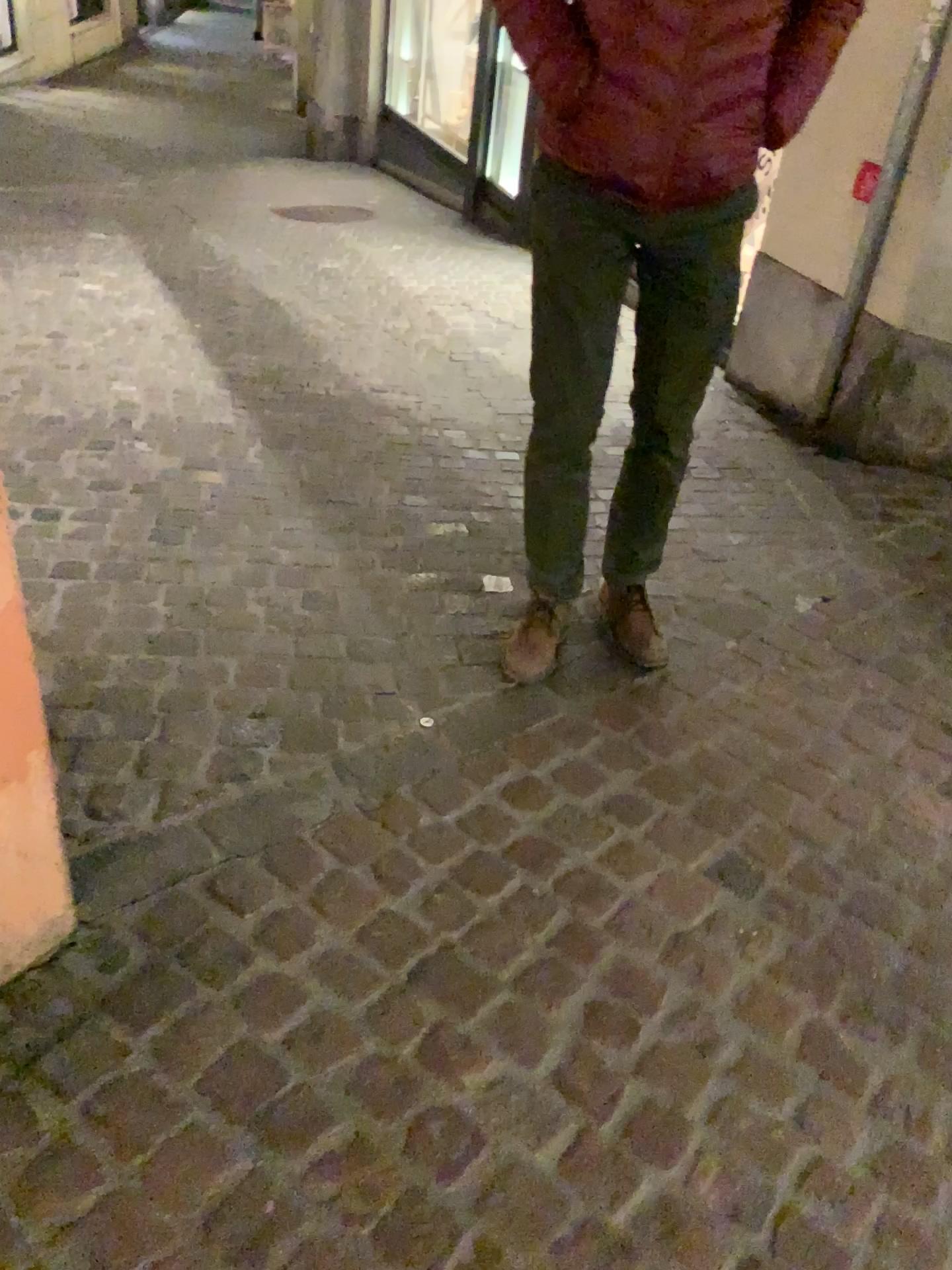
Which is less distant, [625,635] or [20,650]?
[20,650]

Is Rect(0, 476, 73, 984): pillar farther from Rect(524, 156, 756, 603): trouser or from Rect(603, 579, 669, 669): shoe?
Rect(603, 579, 669, 669): shoe

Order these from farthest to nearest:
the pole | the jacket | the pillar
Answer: the pole → the jacket → the pillar

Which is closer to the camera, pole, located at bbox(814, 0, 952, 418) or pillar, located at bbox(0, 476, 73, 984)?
pillar, located at bbox(0, 476, 73, 984)

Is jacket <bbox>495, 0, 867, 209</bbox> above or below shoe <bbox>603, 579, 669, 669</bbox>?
above

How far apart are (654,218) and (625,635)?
0.9 meters

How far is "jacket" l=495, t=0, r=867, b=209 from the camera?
1.6m

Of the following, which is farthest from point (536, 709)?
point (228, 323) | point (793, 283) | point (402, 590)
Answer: point (228, 323)

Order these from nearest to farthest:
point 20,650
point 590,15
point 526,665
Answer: point 20,650, point 590,15, point 526,665

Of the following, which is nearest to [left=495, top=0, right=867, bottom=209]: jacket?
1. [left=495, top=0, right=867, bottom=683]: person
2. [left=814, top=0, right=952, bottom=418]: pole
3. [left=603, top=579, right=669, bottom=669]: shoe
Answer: [left=495, top=0, right=867, bottom=683]: person
